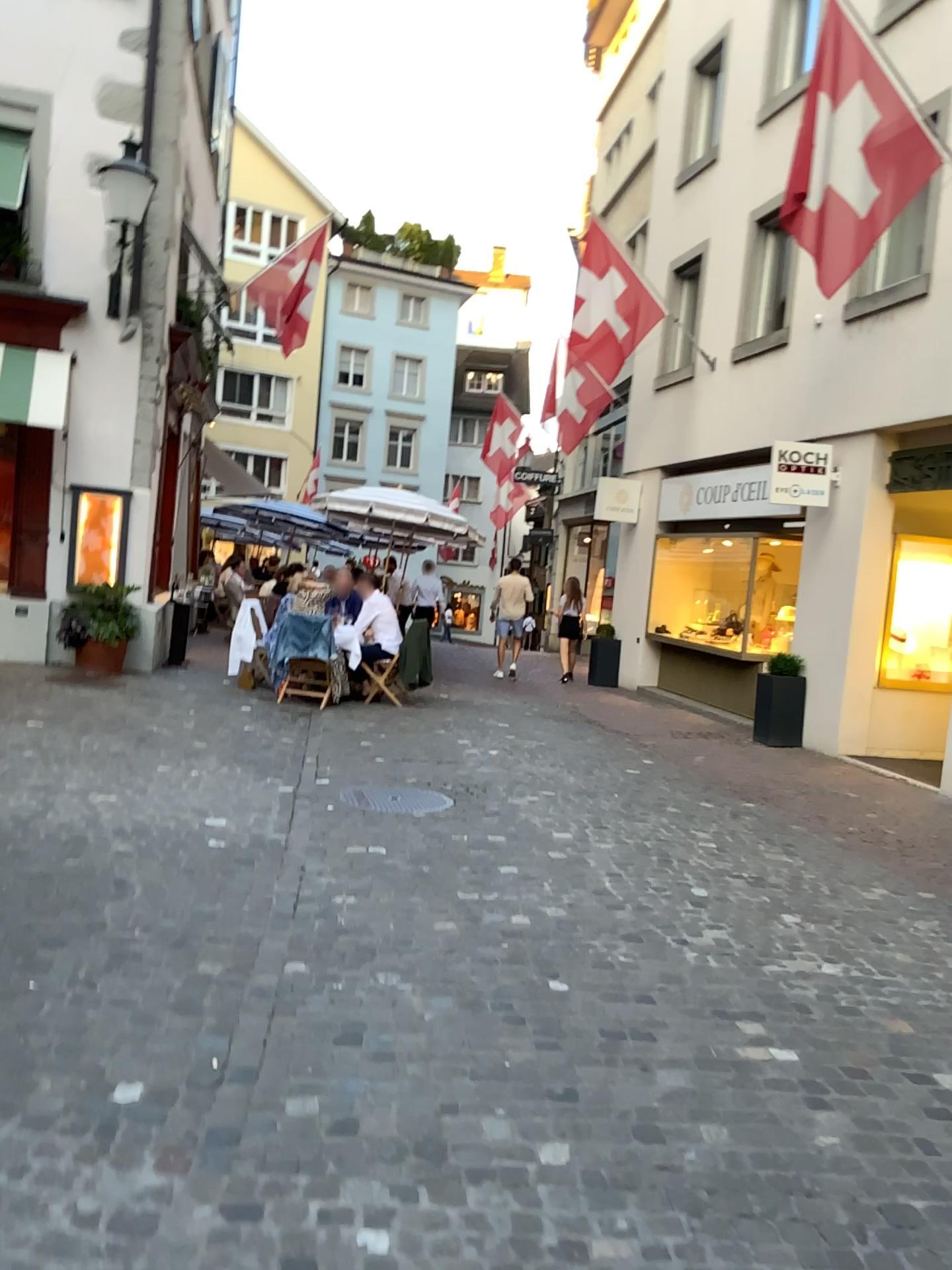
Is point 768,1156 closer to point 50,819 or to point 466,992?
point 466,992
